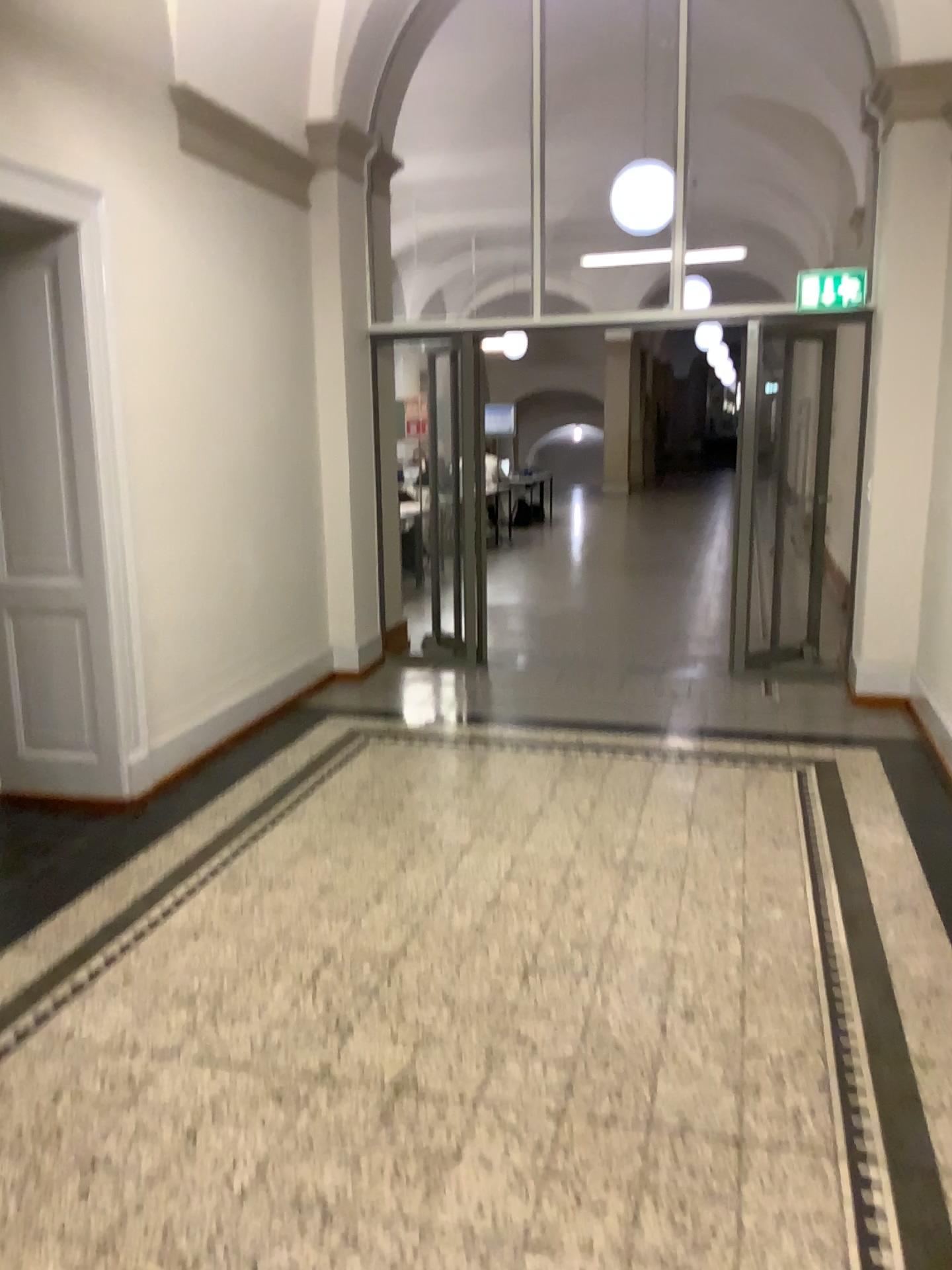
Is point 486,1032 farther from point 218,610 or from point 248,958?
point 218,610

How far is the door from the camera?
4.17m

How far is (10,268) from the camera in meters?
4.2
